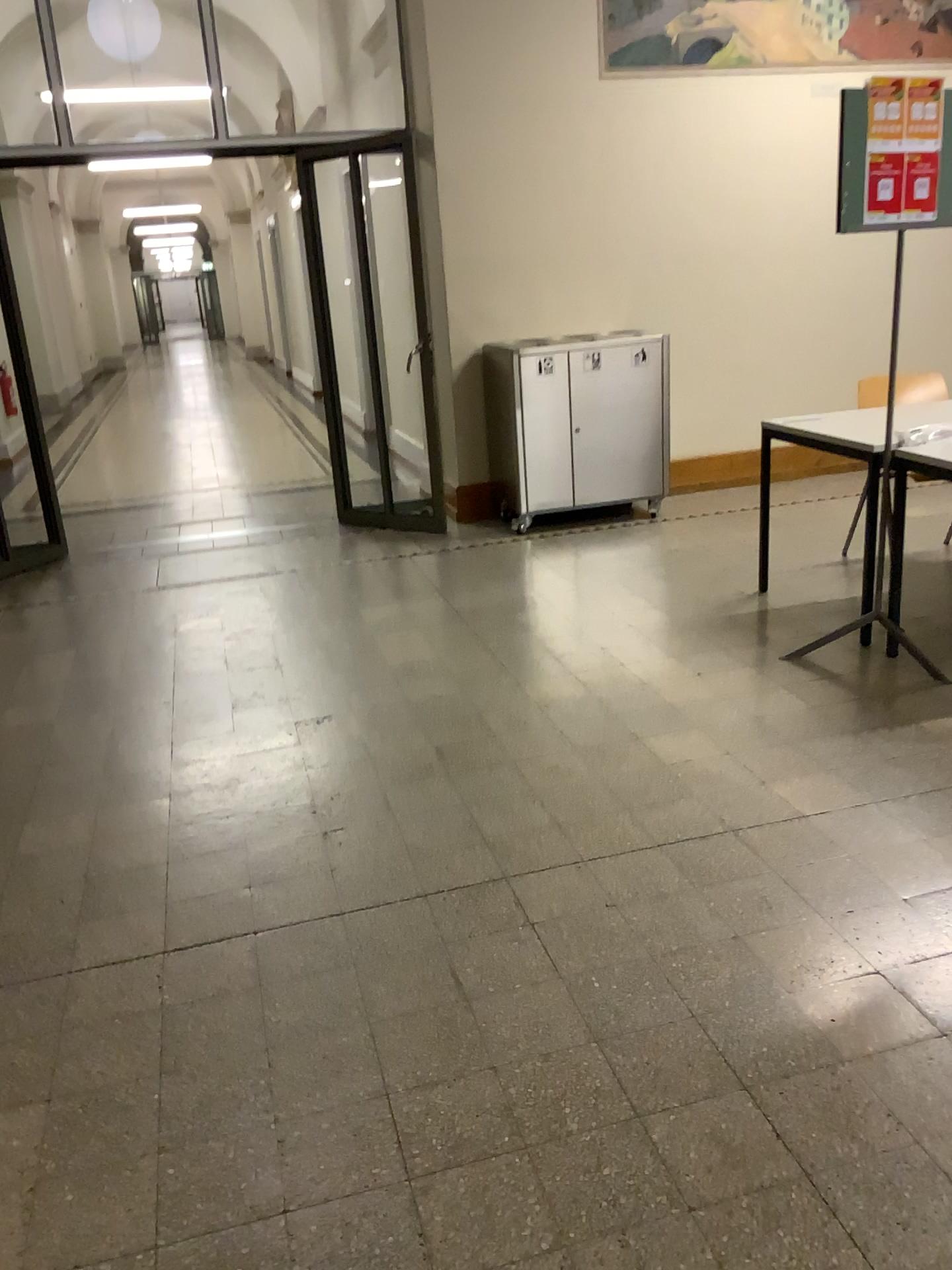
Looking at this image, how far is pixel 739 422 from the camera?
6.2 meters
